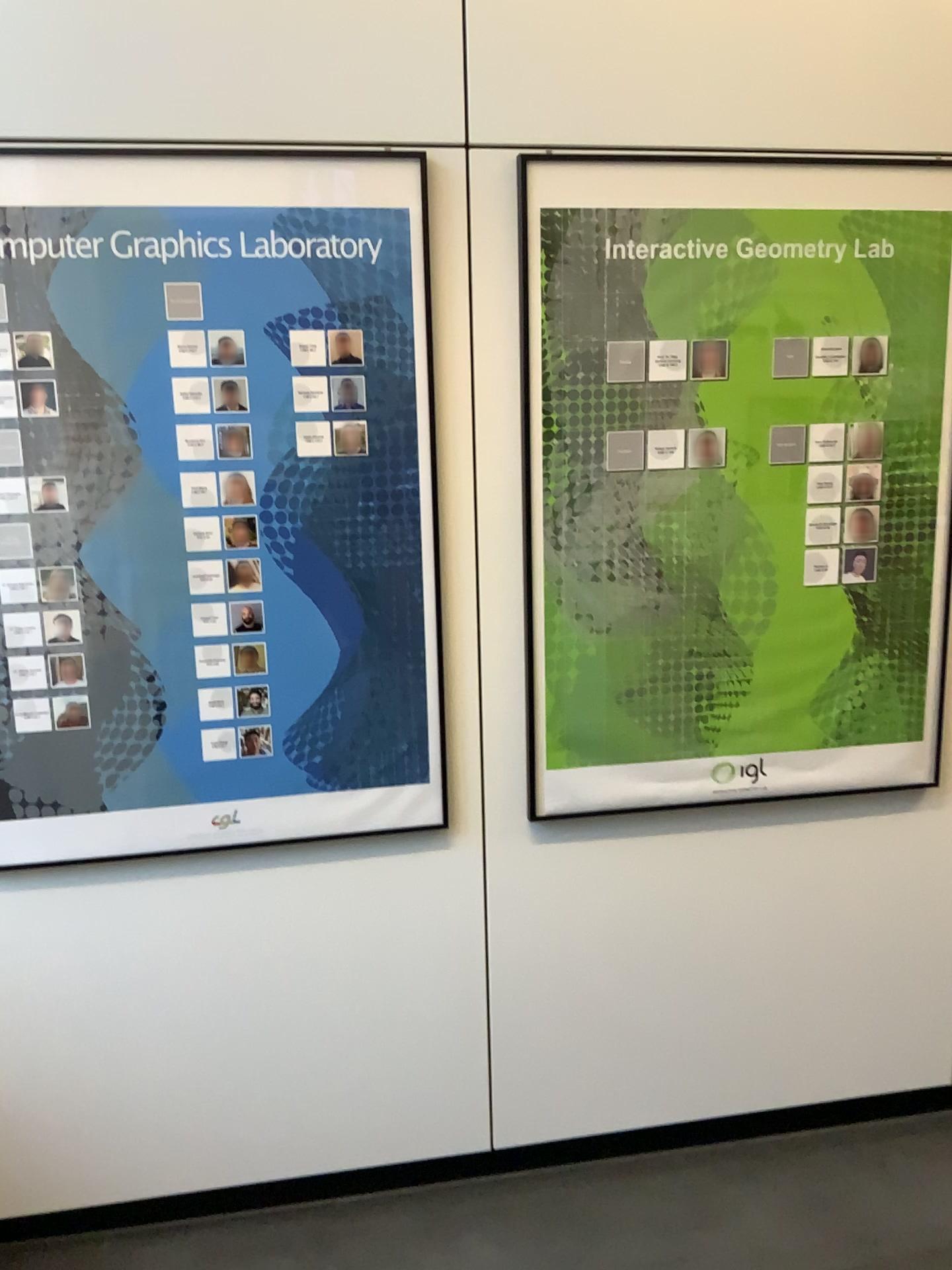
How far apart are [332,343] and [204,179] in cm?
35

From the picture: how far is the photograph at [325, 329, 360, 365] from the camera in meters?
1.9 m

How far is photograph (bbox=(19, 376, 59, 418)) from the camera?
1.9m

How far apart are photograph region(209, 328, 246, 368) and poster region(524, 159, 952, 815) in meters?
0.5 m

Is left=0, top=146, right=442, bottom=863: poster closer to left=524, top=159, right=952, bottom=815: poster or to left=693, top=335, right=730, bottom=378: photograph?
left=524, top=159, right=952, bottom=815: poster

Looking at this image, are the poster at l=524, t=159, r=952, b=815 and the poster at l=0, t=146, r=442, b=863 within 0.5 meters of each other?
yes

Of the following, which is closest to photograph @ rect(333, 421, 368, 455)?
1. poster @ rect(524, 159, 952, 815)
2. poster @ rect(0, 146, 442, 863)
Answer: poster @ rect(0, 146, 442, 863)

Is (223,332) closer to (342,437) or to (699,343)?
(342,437)

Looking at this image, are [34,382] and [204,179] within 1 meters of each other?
yes

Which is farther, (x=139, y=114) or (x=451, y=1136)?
(x=451, y=1136)
